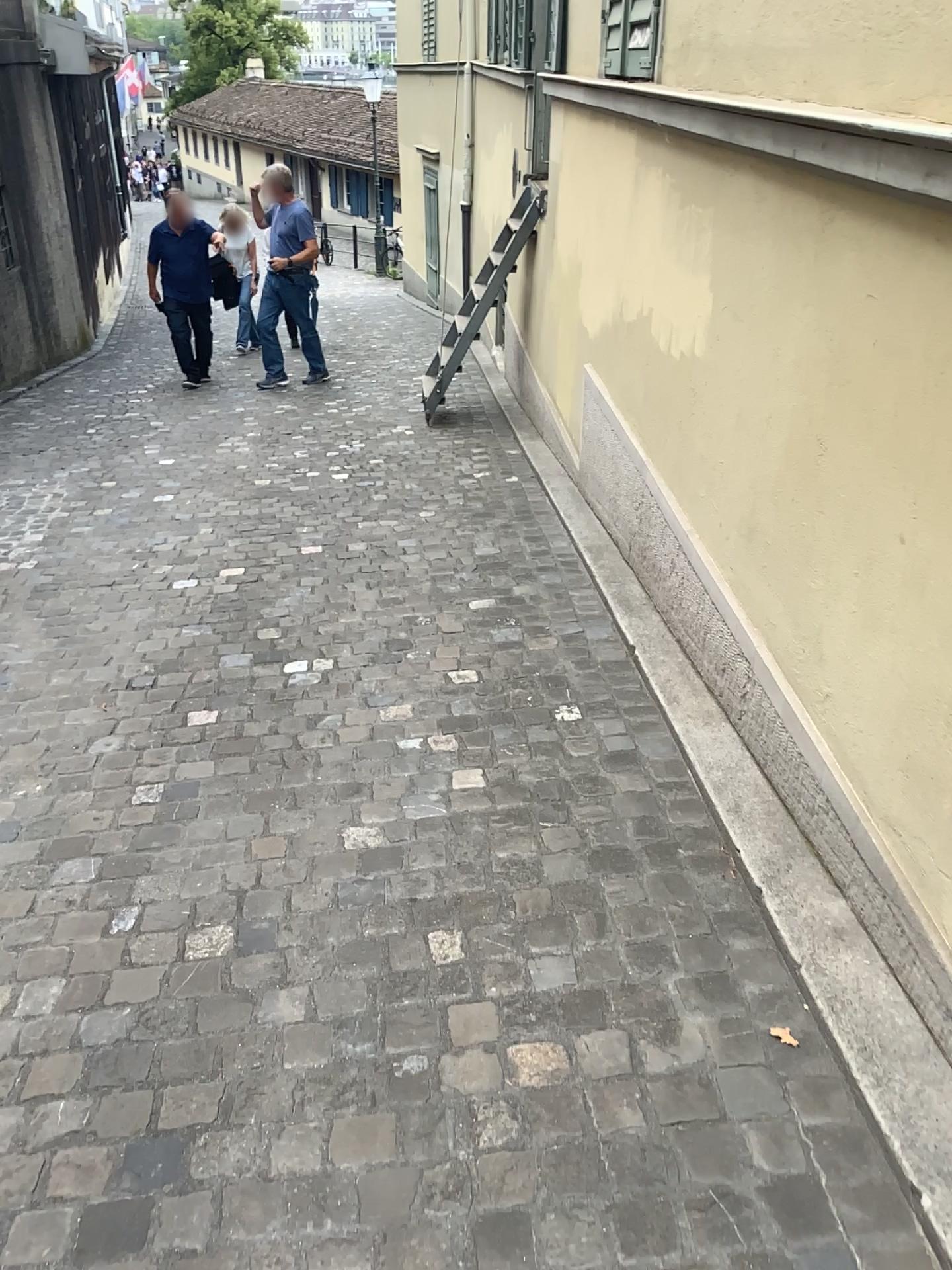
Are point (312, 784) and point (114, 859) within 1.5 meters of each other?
yes
